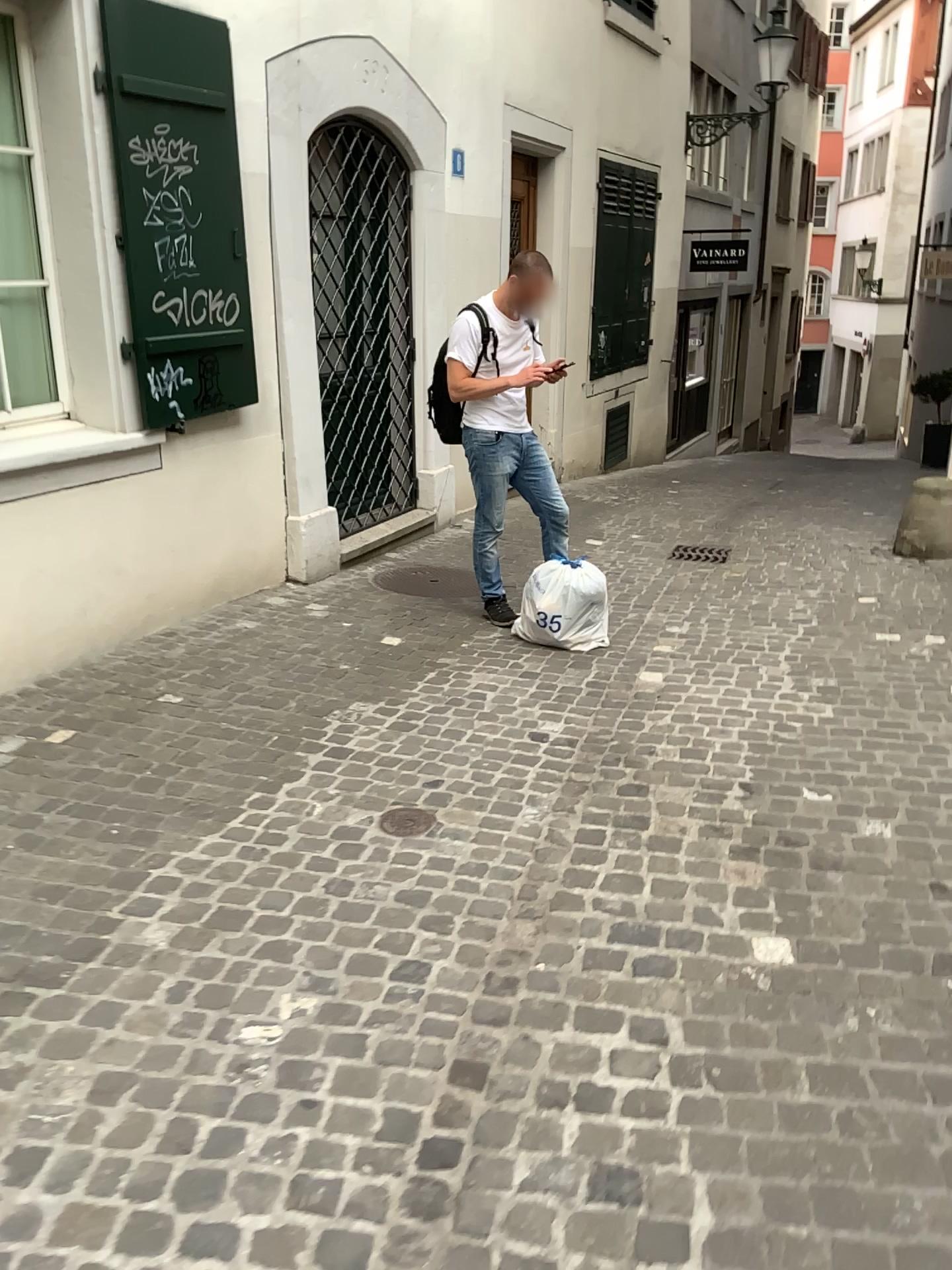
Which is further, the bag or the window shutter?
the bag

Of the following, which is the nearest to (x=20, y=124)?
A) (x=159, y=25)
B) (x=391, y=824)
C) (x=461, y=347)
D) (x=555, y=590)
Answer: (x=159, y=25)

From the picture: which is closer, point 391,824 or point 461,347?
point 391,824

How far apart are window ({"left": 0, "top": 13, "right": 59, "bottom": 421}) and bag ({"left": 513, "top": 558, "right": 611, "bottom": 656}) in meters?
2.2

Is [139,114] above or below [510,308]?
above

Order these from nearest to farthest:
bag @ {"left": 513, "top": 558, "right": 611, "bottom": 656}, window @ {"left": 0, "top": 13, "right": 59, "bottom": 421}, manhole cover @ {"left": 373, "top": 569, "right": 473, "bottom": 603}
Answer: window @ {"left": 0, "top": 13, "right": 59, "bottom": 421}, bag @ {"left": 513, "top": 558, "right": 611, "bottom": 656}, manhole cover @ {"left": 373, "top": 569, "right": 473, "bottom": 603}

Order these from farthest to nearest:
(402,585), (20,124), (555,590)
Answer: (402,585) < (555,590) < (20,124)

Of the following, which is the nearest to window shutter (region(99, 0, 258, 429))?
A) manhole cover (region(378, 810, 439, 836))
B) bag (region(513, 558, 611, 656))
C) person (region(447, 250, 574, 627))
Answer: person (region(447, 250, 574, 627))

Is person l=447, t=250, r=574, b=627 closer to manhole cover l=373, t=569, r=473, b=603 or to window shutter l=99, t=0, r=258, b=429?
manhole cover l=373, t=569, r=473, b=603

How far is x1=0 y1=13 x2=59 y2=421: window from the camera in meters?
4.2
